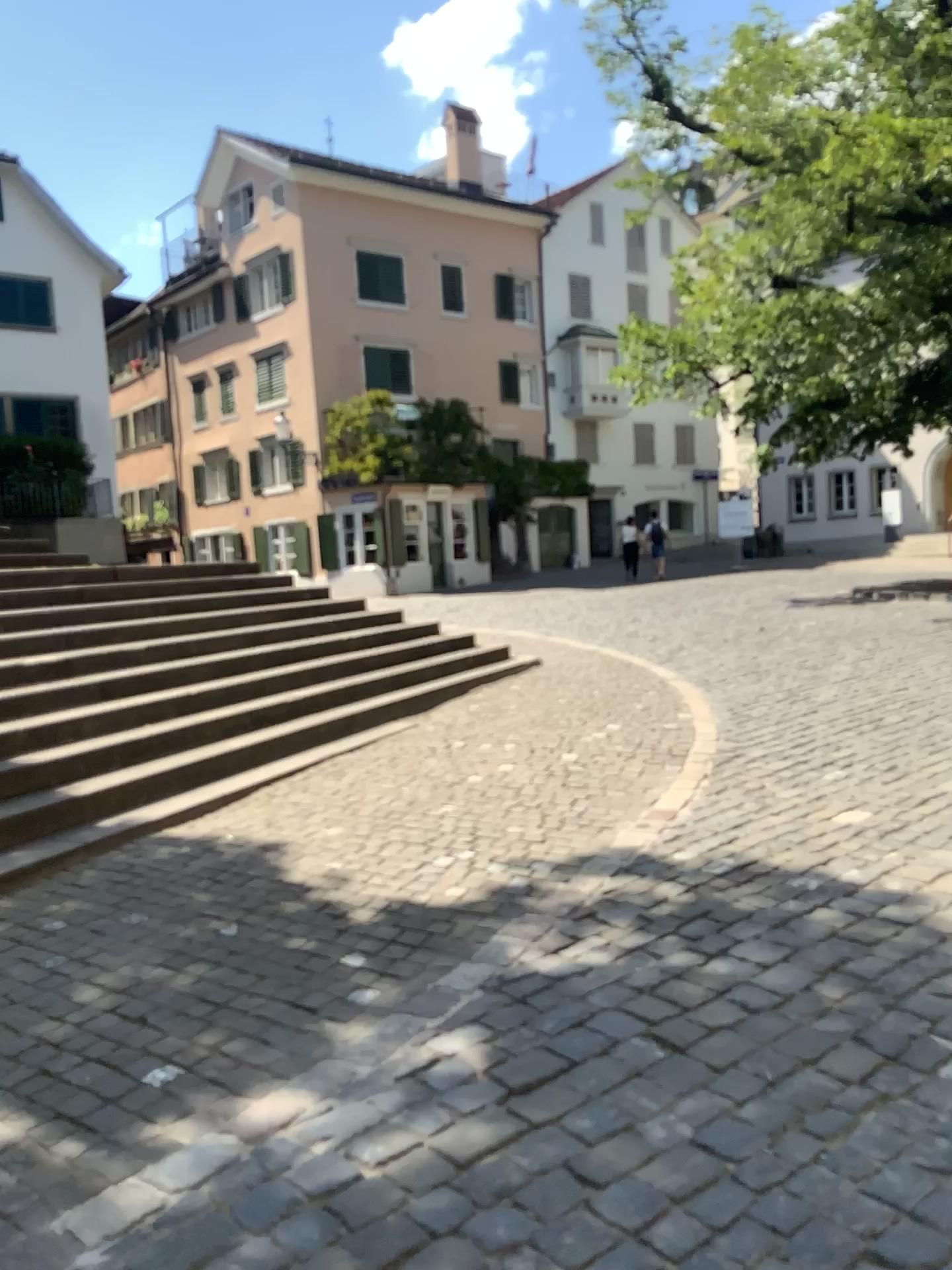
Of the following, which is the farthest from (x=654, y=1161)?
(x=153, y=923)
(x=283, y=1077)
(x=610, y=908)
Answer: (x=153, y=923)
